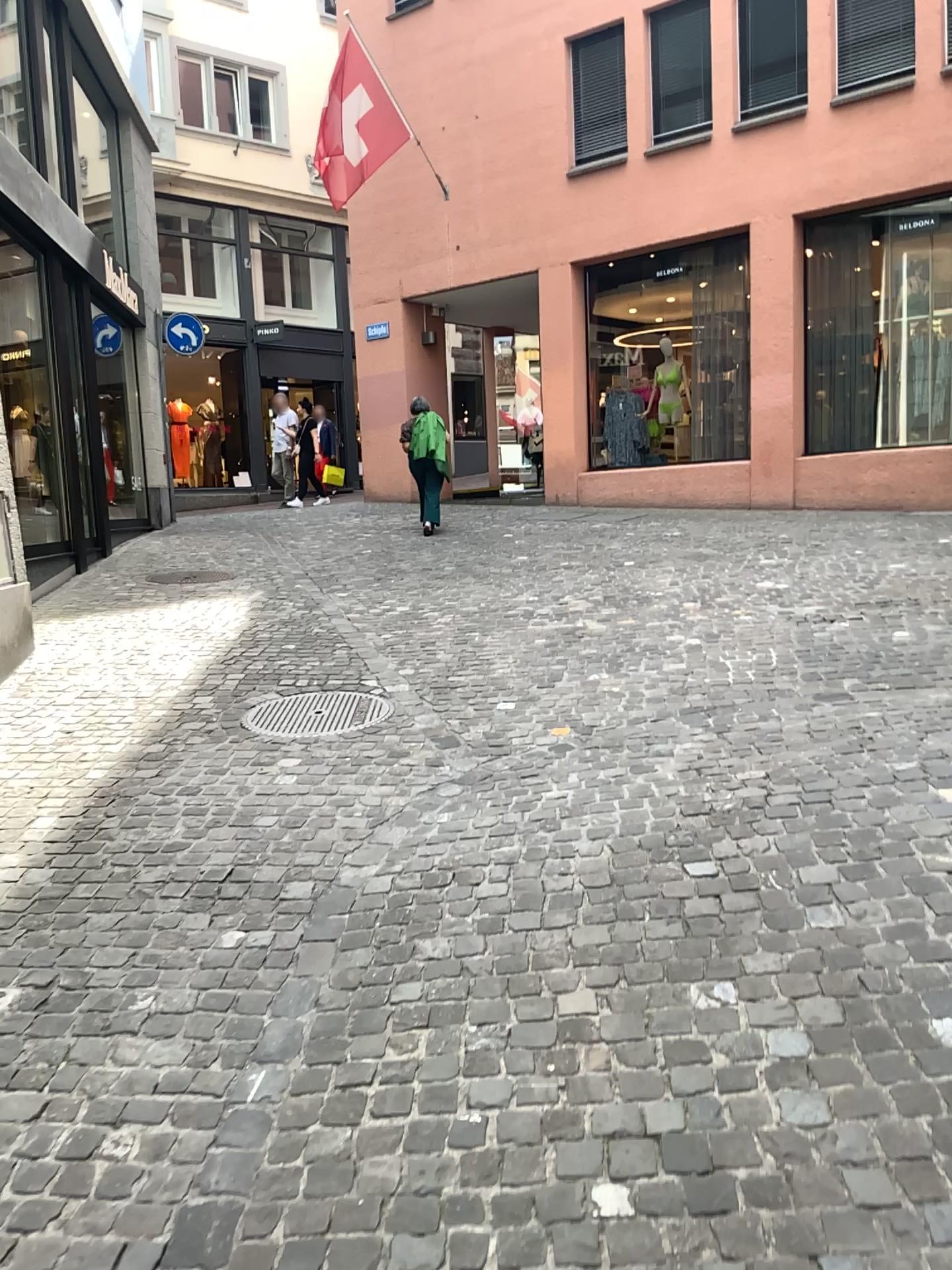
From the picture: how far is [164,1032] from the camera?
2.6m

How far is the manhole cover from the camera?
4.84m

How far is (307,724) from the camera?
4.84m
